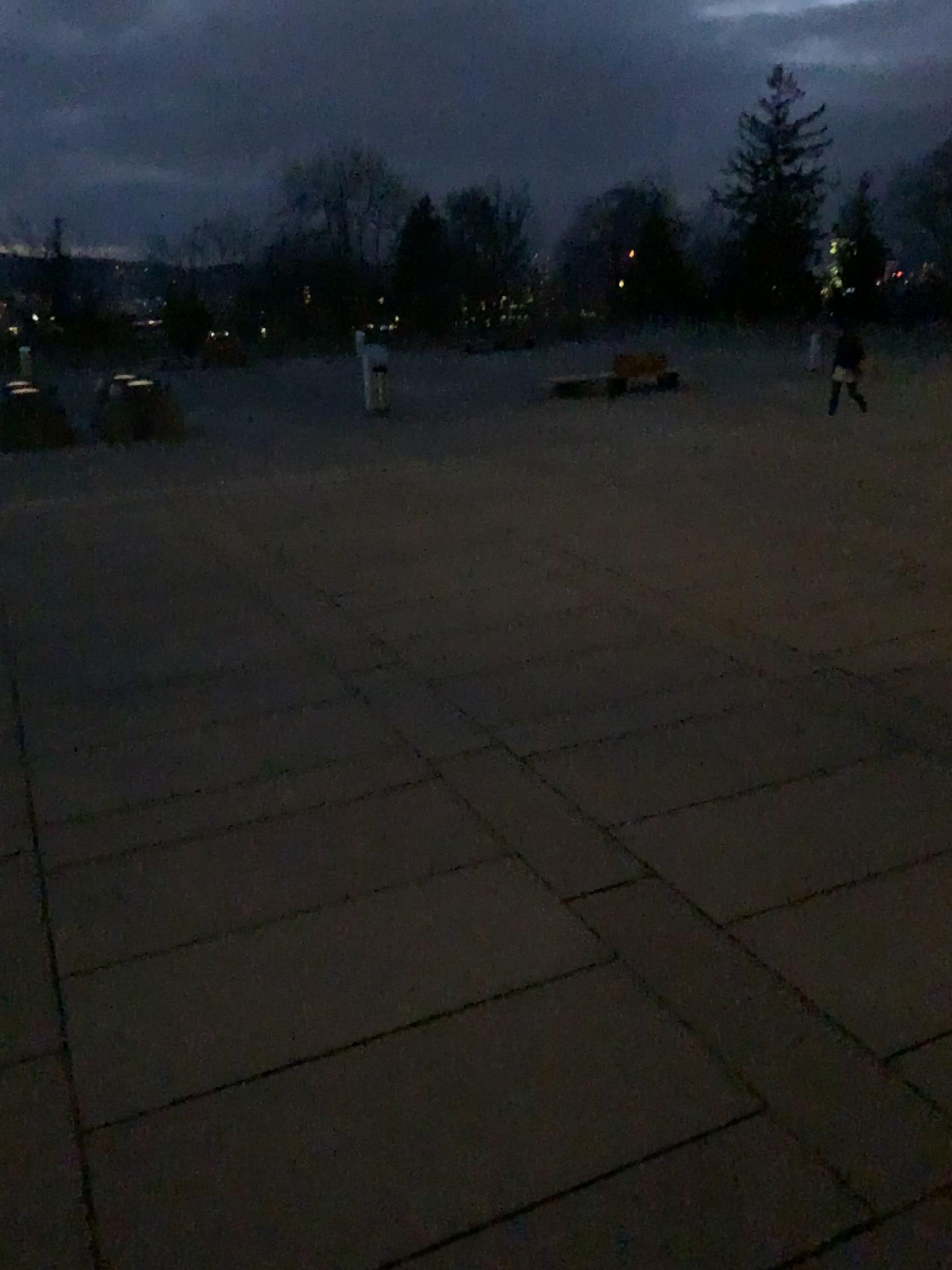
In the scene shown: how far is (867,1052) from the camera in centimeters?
297cm
